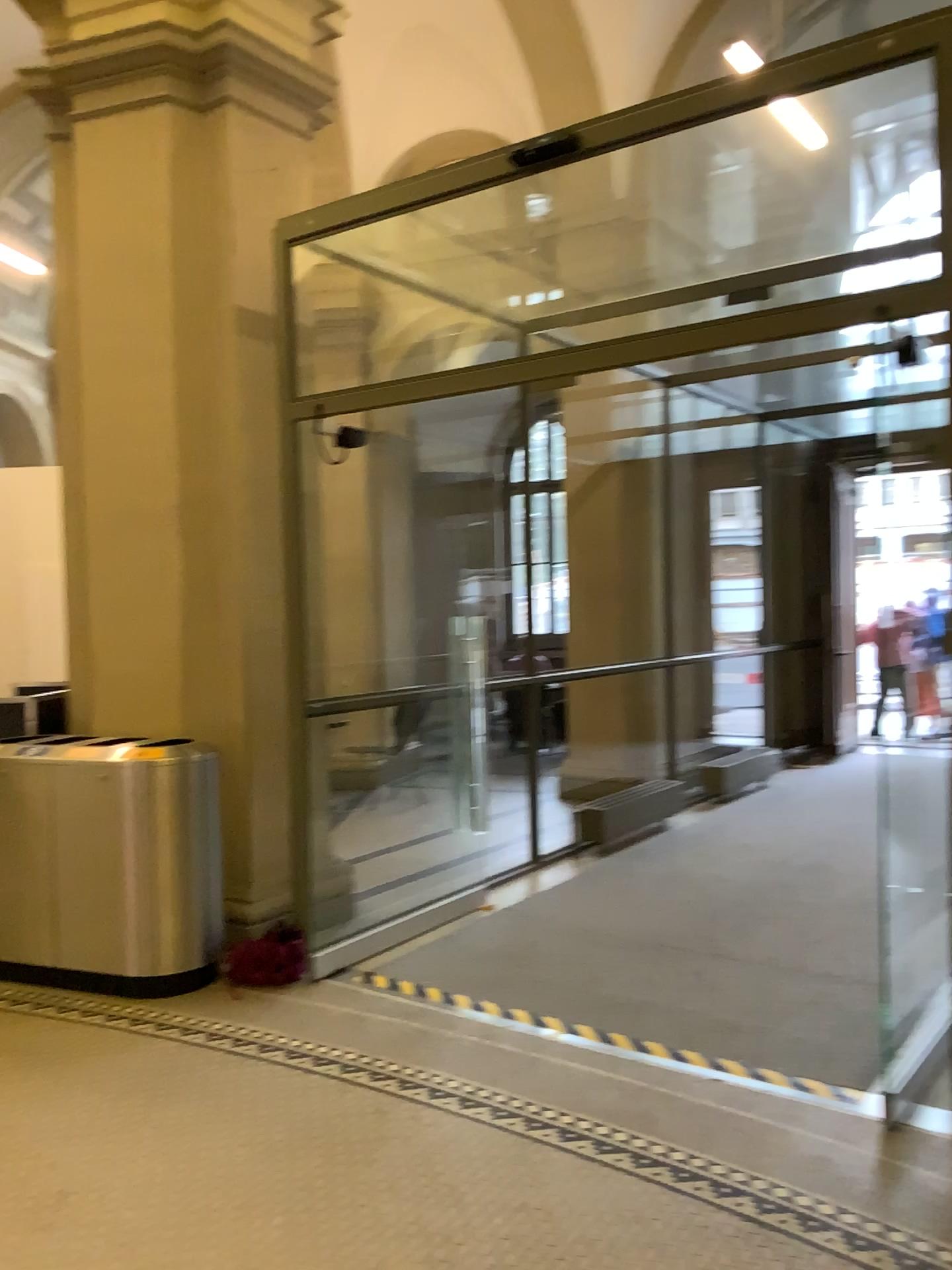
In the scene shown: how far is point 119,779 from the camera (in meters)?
4.33

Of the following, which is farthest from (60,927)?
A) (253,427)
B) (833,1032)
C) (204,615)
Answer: (833,1032)

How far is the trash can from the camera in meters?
4.3 m
